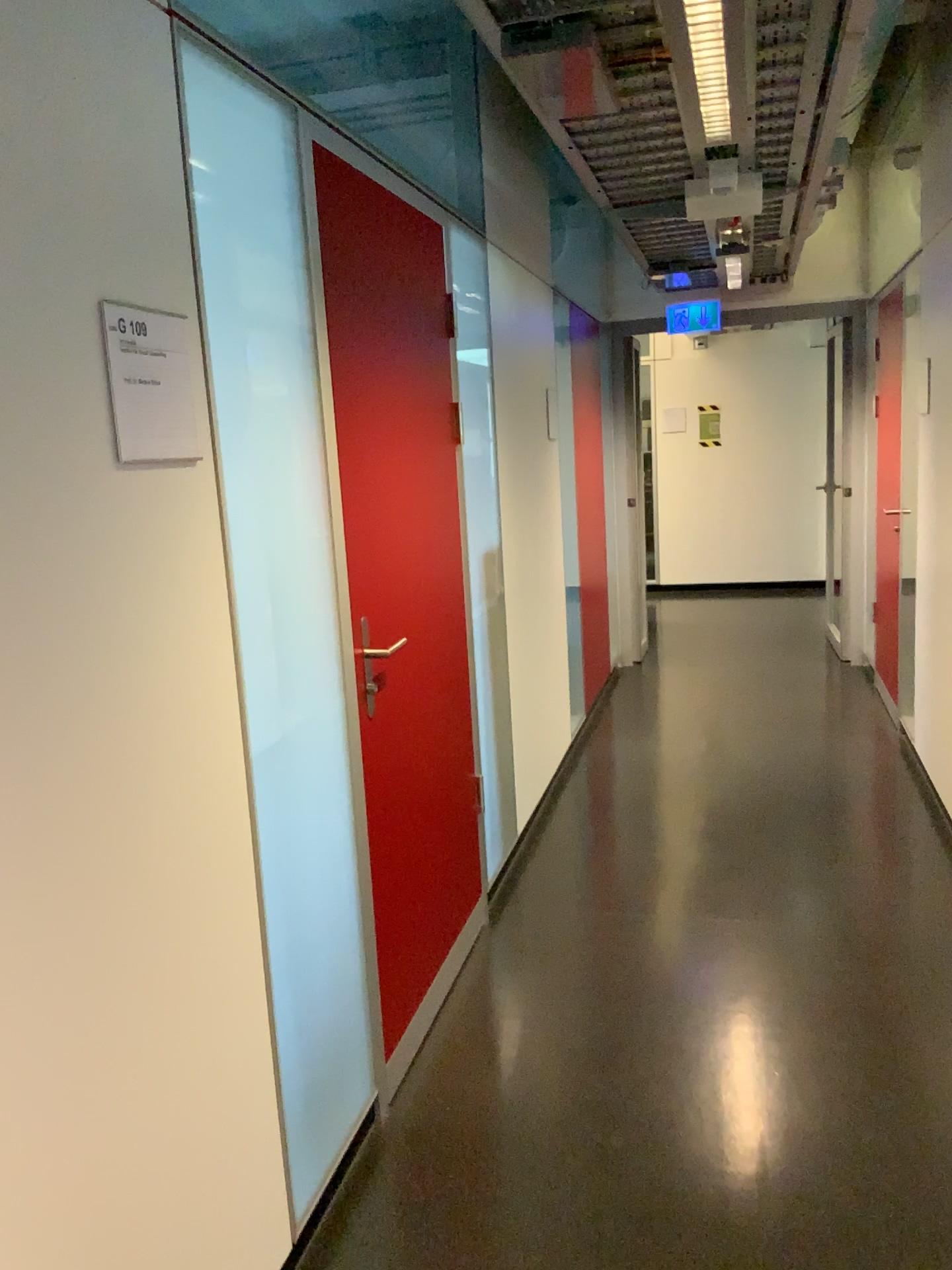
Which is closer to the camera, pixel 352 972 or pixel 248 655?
pixel 248 655

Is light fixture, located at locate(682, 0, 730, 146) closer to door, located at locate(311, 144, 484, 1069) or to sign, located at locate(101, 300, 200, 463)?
door, located at locate(311, 144, 484, 1069)

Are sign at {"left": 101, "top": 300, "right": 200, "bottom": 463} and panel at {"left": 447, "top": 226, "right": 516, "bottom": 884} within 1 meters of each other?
no

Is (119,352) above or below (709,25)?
below

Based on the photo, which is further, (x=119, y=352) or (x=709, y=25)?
(x=709, y=25)

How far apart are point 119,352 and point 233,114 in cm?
61

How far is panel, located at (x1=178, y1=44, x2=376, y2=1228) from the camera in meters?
1.8

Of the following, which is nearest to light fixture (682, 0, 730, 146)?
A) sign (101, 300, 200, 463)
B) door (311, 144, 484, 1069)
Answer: door (311, 144, 484, 1069)

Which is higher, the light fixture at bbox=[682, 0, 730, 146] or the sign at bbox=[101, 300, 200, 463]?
the light fixture at bbox=[682, 0, 730, 146]

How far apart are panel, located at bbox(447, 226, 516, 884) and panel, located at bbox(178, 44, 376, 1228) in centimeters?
125cm
